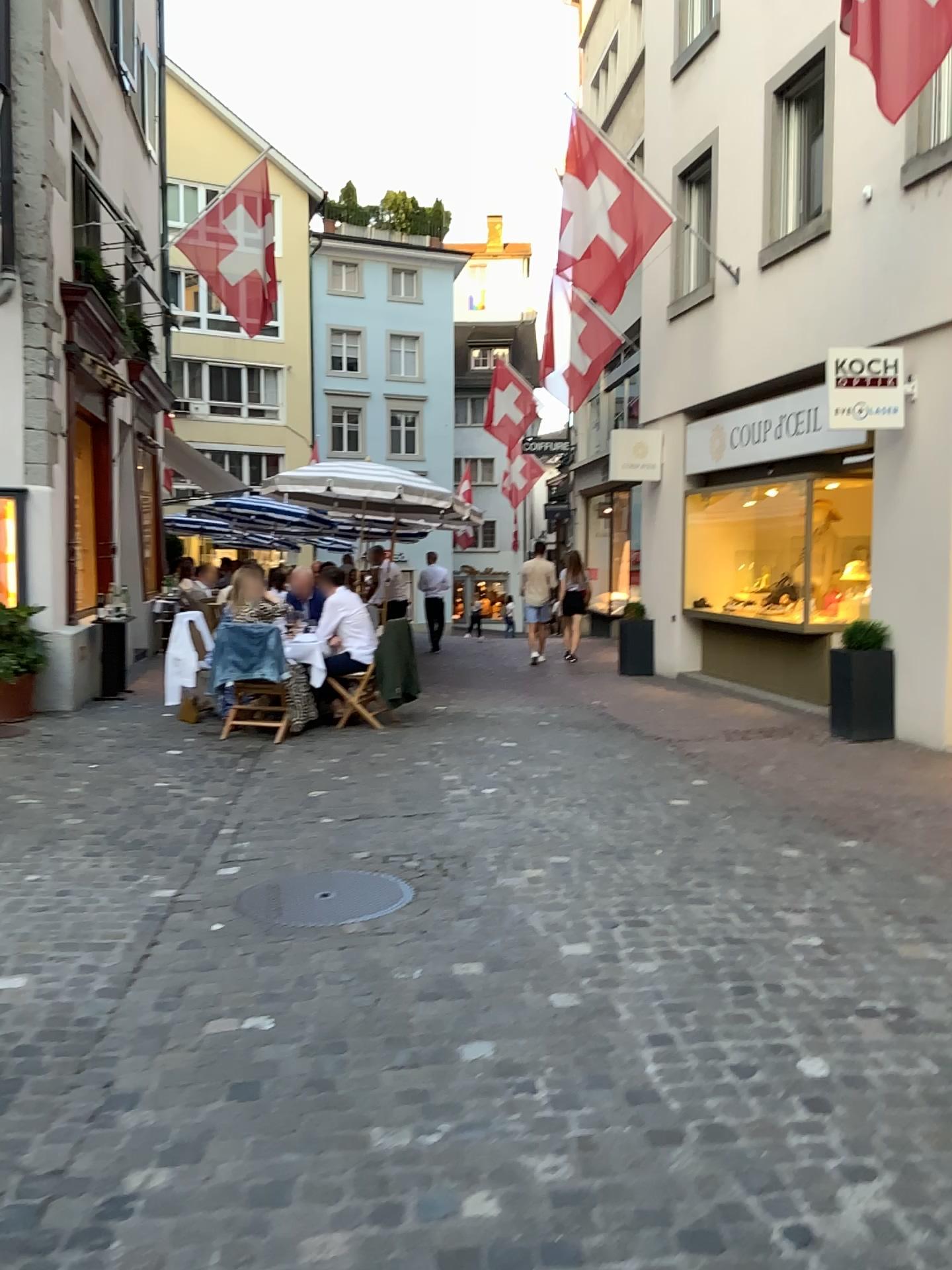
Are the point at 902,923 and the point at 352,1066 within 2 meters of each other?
no
